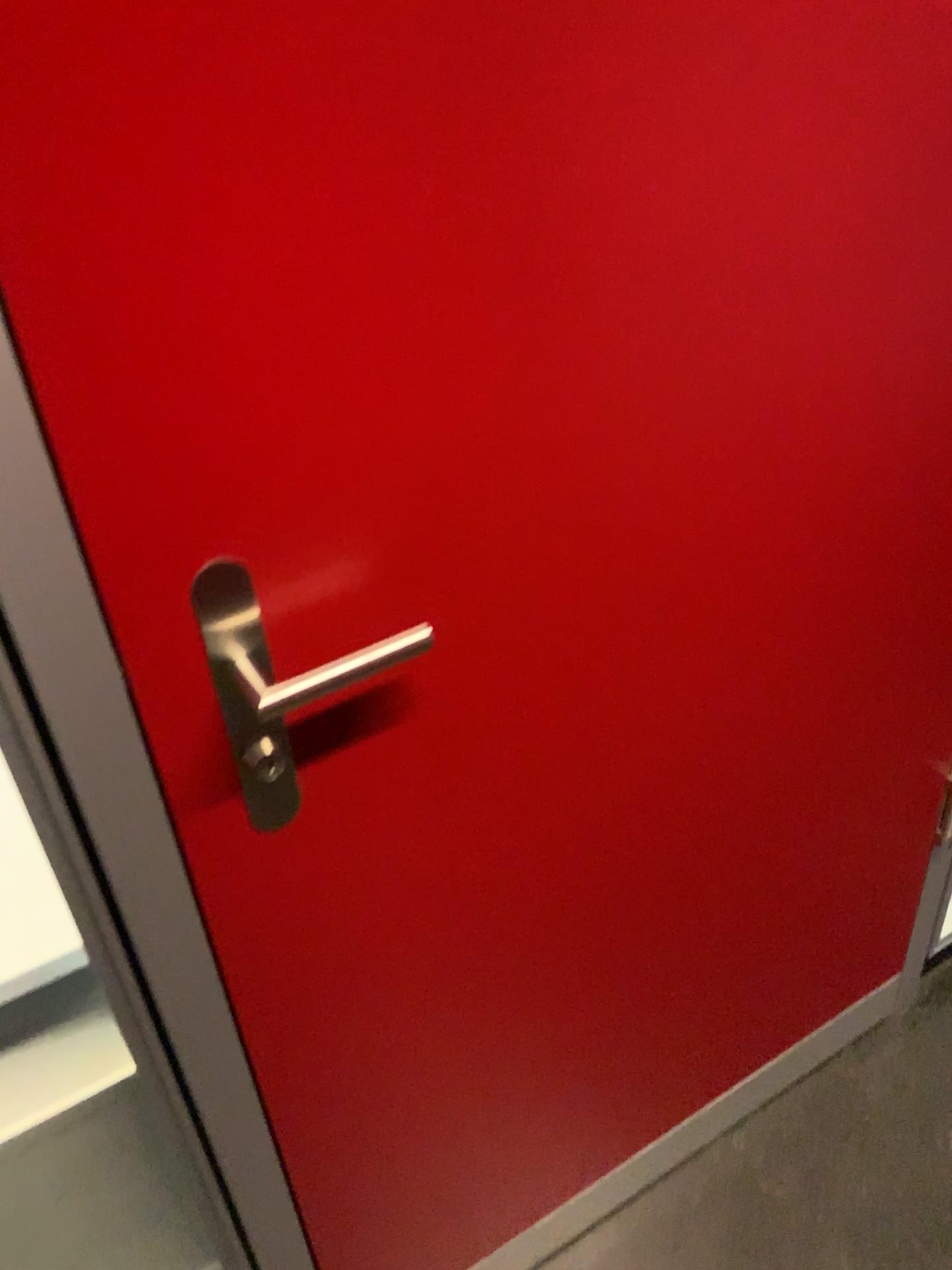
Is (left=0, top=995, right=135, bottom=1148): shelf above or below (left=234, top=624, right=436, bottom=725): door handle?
below

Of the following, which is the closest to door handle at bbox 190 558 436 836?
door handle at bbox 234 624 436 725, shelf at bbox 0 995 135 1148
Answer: Answer: door handle at bbox 234 624 436 725

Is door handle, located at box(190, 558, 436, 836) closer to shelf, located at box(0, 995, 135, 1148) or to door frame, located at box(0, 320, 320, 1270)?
door frame, located at box(0, 320, 320, 1270)

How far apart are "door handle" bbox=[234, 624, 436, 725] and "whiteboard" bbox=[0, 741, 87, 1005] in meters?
0.3

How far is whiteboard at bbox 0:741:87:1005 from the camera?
0.9m

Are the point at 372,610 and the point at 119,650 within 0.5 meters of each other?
yes

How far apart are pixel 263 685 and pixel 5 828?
0.3m

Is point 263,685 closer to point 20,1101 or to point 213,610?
point 213,610

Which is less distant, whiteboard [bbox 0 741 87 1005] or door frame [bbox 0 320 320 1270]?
door frame [bbox 0 320 320 1270]

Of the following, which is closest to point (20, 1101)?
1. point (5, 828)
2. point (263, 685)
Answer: point (5, 828)
